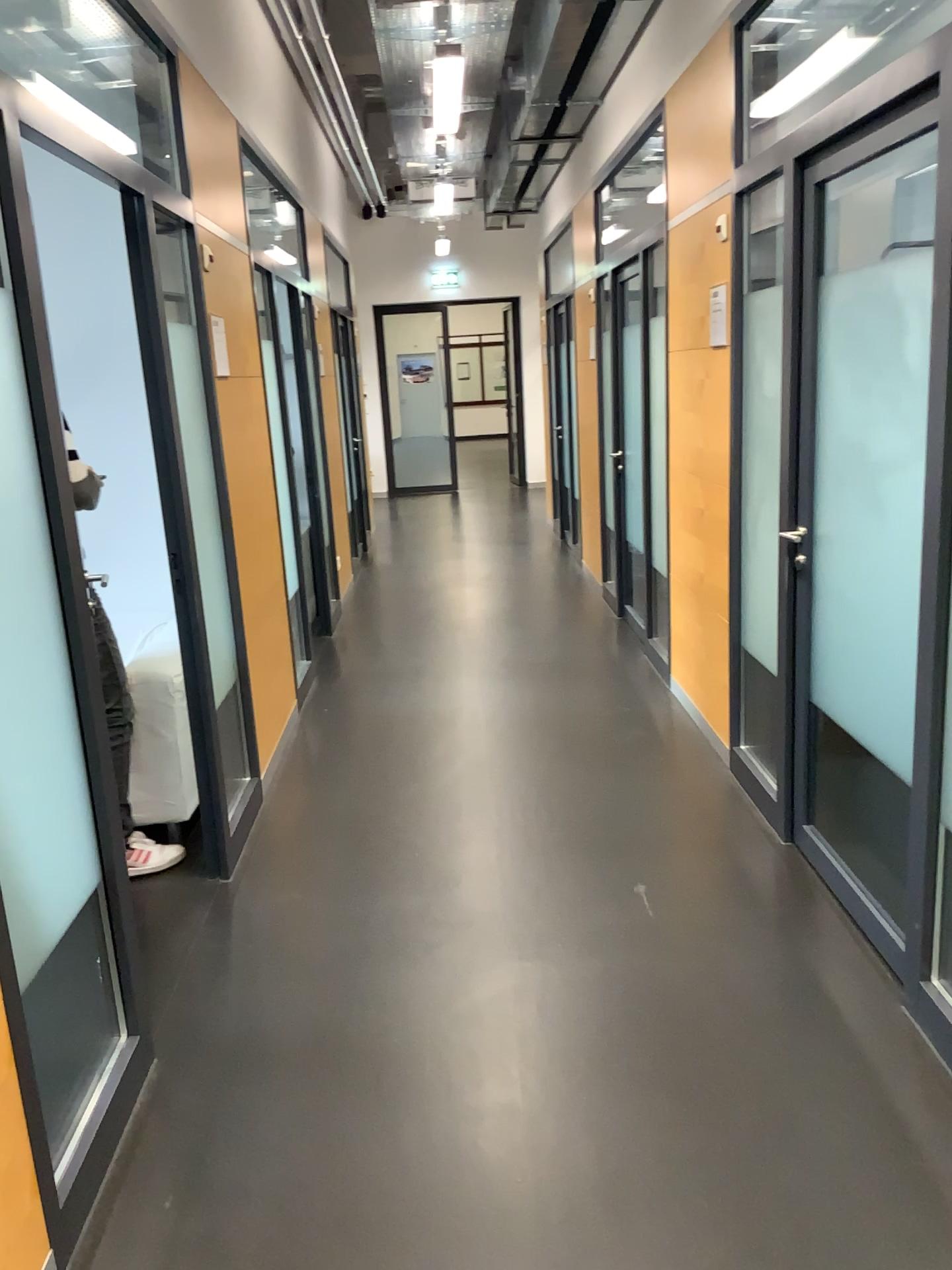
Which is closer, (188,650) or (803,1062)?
(803,1062)

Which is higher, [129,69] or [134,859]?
[129,69]

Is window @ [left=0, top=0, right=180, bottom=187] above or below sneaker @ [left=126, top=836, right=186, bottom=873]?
above
